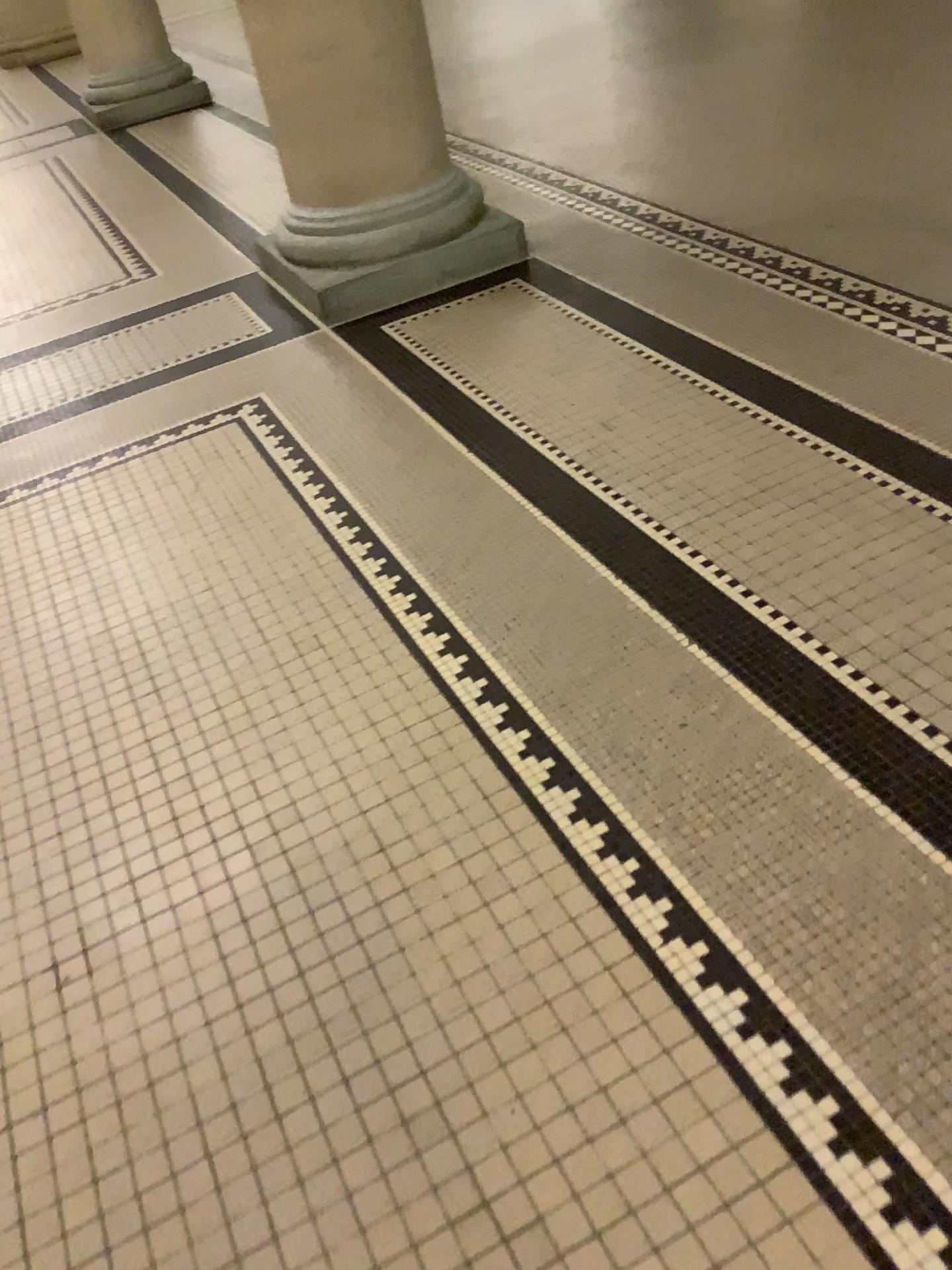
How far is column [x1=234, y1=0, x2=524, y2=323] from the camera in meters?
3.1

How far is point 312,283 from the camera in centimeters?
328cm

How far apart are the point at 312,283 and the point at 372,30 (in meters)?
0.73

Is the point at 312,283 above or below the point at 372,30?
below

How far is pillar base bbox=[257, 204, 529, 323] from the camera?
3.28m

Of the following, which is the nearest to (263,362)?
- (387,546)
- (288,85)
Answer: (288,85)
